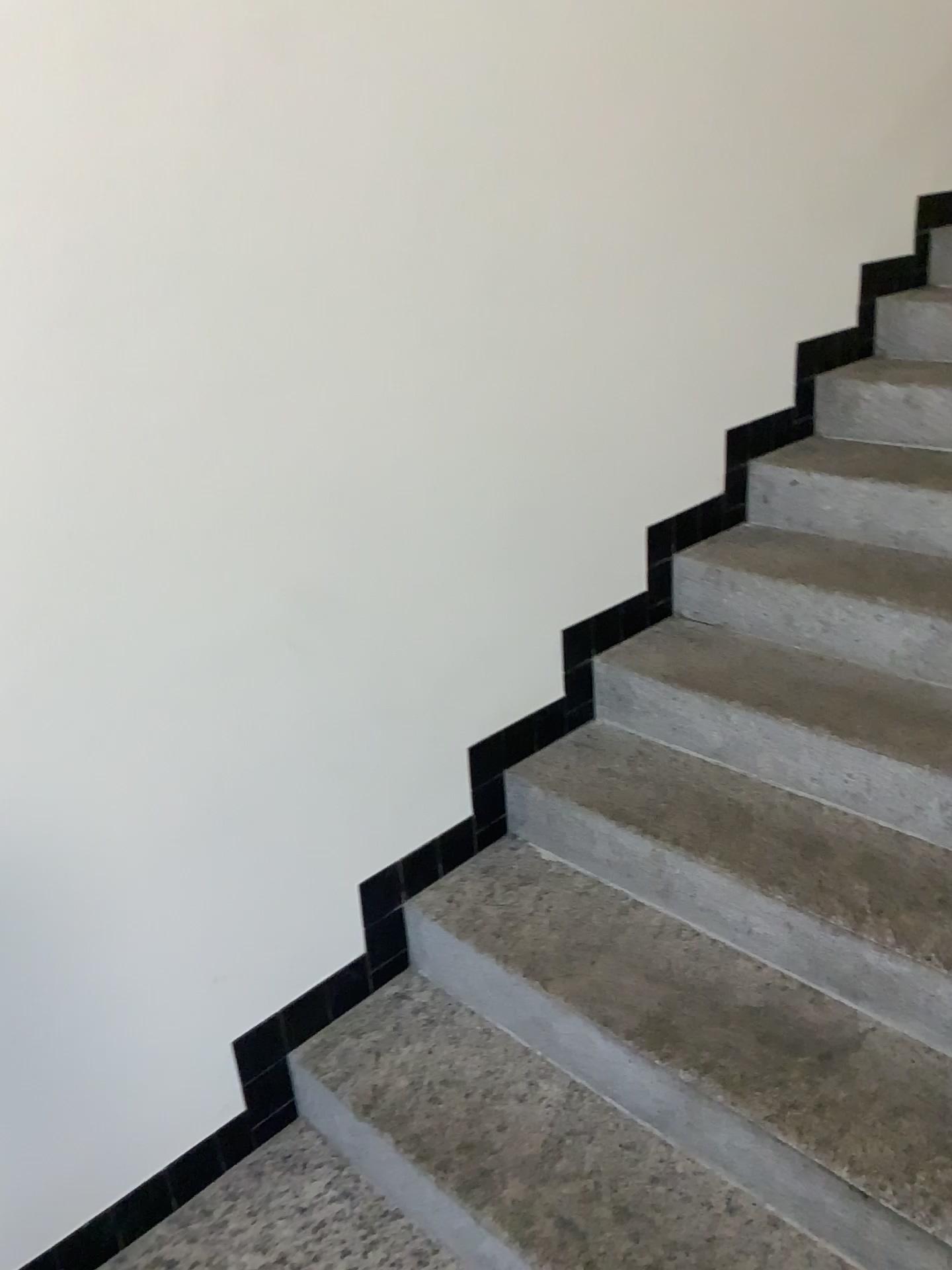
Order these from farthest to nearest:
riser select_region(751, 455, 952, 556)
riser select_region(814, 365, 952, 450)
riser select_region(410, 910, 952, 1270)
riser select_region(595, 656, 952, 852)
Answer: riser select_region(814, 365, 952, 450)
riser select_region(751, 455, 952, 556)
riser select_region(595, 656, 952, 852)
riser select_region(410, 910, 952, 1270)

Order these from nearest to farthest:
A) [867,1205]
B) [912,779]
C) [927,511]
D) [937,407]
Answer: [867,1205] → [912,779] → [927,511] → [937,407]

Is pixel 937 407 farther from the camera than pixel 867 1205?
Yes

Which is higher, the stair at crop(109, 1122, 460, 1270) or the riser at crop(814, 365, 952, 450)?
the riser at crop(814, 365, 952, 450)

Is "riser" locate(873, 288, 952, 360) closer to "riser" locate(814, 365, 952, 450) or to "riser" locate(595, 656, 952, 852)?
"riser" locate(814, 365, 952, 450)

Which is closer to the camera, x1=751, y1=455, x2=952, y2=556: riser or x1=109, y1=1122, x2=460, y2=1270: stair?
x1=109, y1=1122, x2=460, y2=1270: stair

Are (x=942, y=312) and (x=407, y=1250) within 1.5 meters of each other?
no

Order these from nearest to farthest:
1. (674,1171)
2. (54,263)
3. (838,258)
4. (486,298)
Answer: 1. (54,263)
2. (674,1171)
3. (486,298)
4. (838,258)

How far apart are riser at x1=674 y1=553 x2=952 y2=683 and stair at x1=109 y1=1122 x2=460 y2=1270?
1.3 meters

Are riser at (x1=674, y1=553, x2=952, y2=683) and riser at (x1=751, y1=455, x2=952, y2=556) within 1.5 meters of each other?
yes
